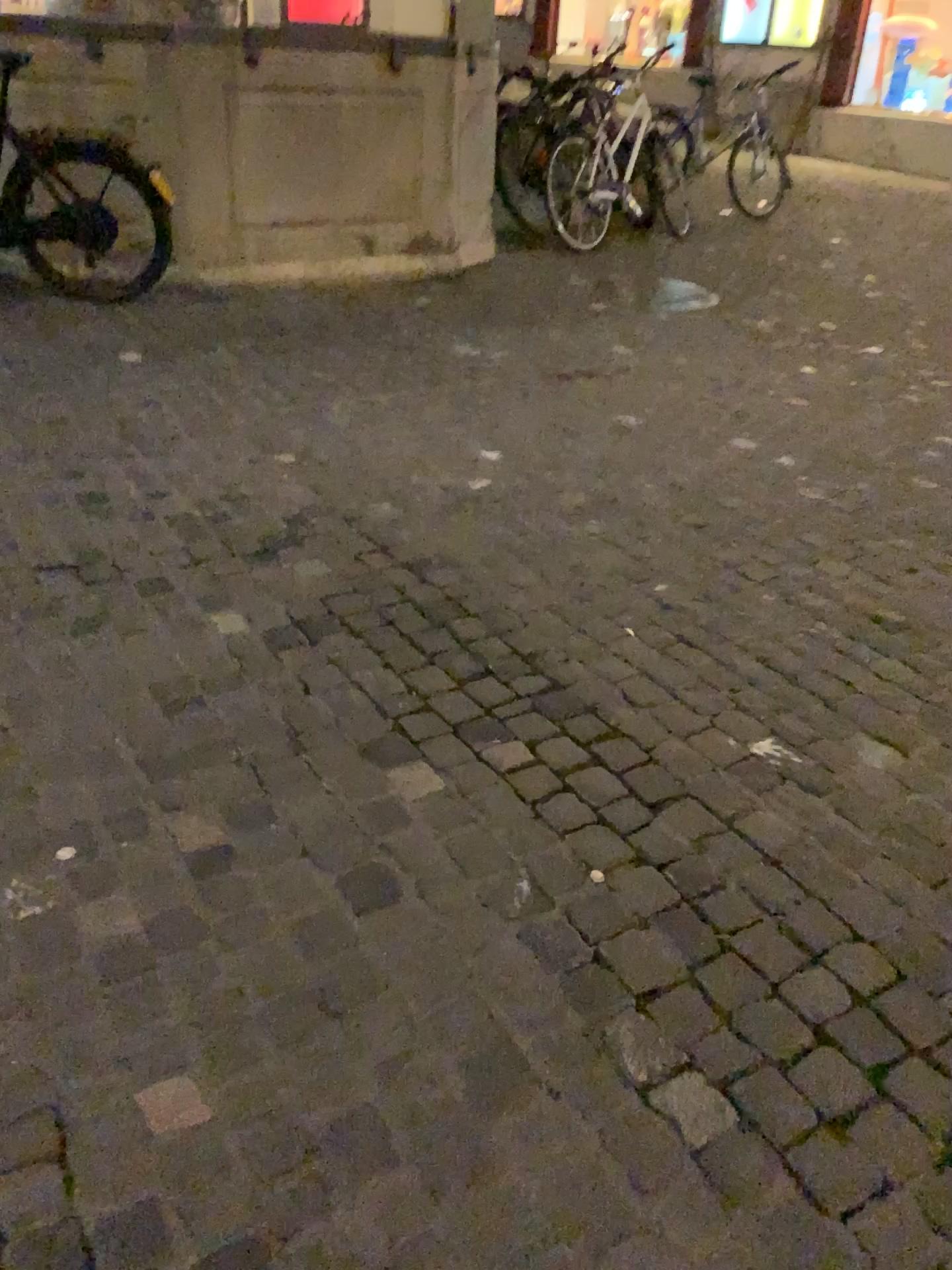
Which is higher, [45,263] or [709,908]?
[45,263]
